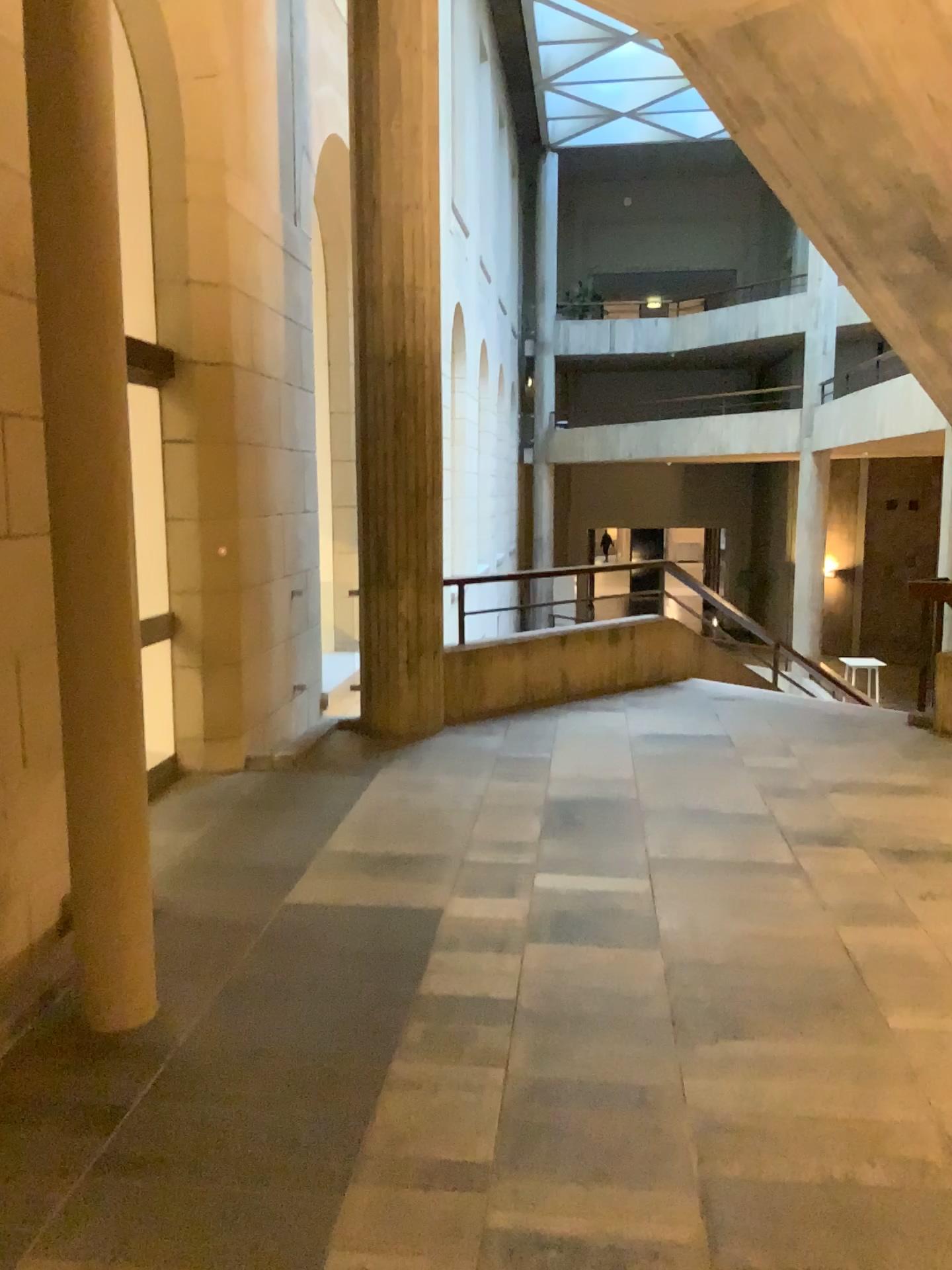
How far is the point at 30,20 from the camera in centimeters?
273cm

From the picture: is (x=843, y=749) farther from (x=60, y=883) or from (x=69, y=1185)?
(x=69, y=1185)

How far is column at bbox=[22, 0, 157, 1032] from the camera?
2.7m
